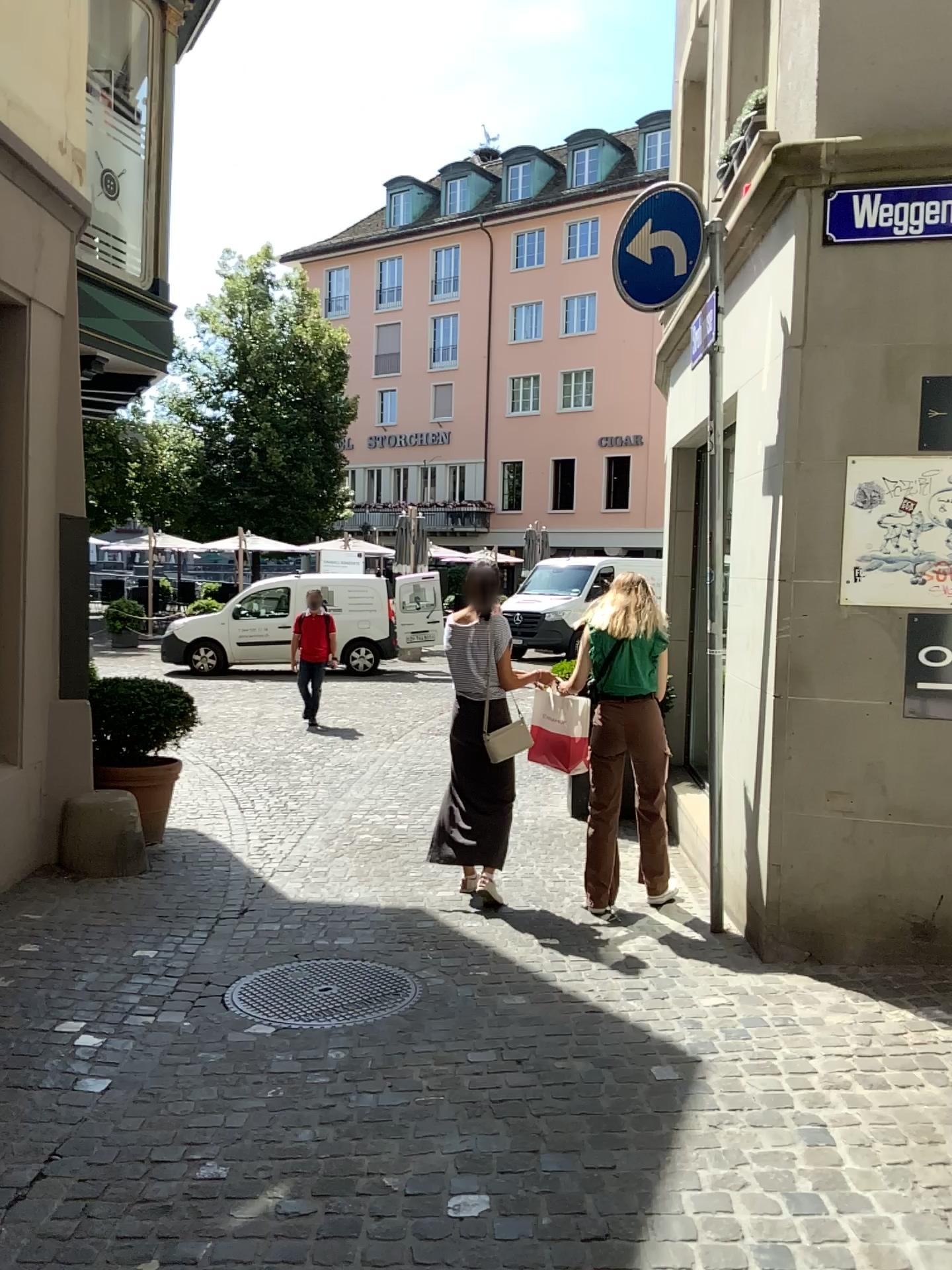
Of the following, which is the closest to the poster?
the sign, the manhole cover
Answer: the sign

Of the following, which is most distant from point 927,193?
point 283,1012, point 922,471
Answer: point 283,1012

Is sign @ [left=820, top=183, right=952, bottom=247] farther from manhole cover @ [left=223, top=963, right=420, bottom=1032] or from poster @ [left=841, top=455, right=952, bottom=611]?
manhole cover @ [left=223, top=963, right=420, bottom=1032]

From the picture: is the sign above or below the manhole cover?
above

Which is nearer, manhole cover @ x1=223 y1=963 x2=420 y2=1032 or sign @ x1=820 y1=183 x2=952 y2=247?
manhole cover @ x1=223 y1=963 x2=420 y2=1032

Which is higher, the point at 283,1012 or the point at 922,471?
the point at 922,471

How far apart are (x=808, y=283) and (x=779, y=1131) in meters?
3.0 m

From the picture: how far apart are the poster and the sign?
0.9m

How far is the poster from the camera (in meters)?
3.98

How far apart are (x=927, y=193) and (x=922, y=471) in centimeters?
103cm
